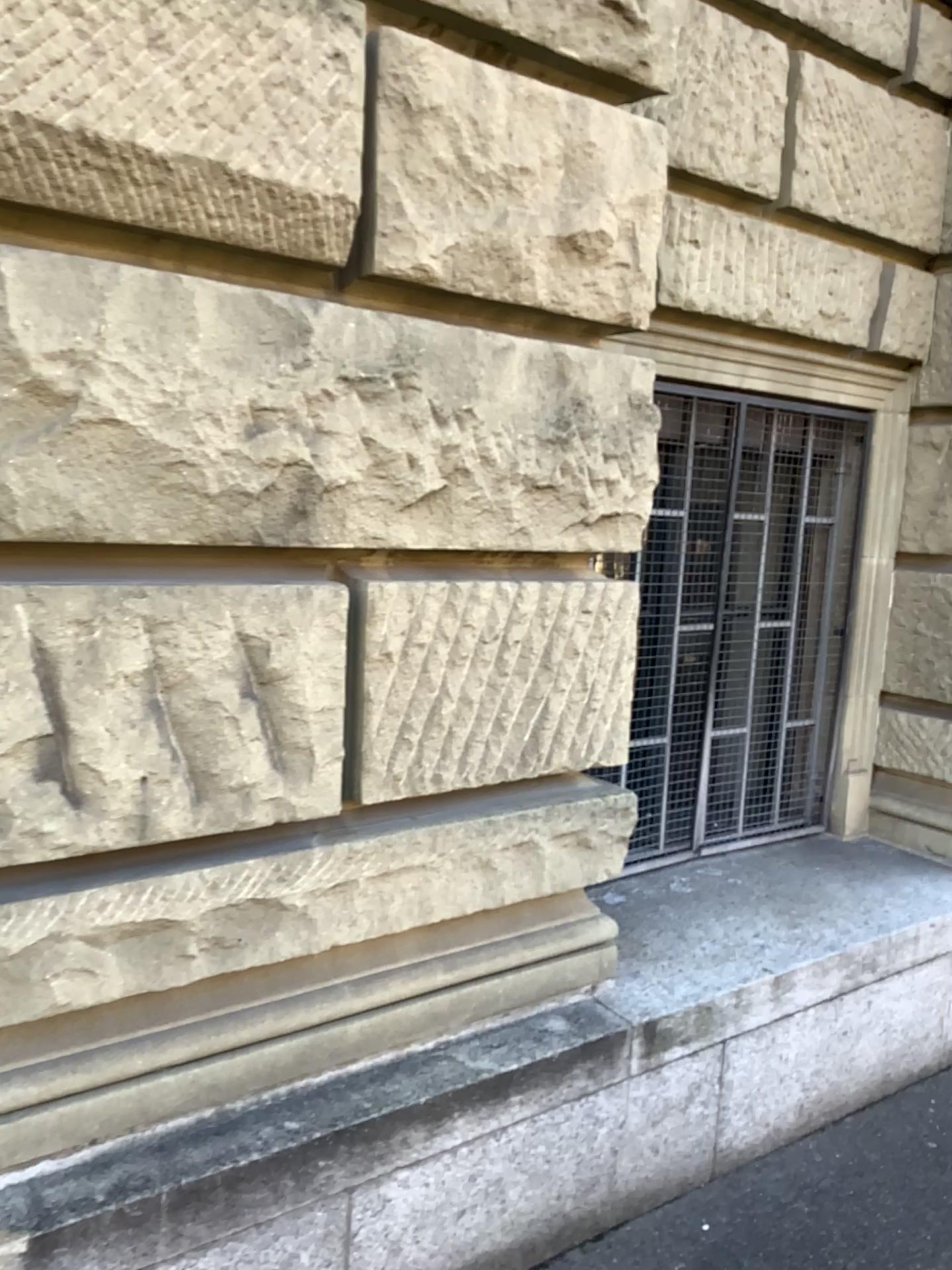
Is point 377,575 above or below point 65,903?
above

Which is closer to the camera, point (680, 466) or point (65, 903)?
point (65, 903)

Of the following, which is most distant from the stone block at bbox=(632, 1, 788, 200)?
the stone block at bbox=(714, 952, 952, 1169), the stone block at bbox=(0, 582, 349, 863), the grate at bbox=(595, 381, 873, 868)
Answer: the stone block at bbox=(714, 952, 952, 1169)

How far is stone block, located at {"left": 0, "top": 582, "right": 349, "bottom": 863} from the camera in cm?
164

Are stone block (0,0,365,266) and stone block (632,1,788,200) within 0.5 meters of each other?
no

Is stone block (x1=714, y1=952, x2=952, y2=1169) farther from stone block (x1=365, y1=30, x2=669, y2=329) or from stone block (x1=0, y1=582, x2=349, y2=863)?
stone block (x1=365, y1=30, x2=669, y2=329)

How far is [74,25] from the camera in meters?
1.5 m

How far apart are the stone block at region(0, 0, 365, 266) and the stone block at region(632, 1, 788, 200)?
1.1 meters

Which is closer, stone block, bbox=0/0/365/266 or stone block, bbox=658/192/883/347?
stone block, bbox=0/0/365/266

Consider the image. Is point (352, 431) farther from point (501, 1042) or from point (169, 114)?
point (501, 1042)
